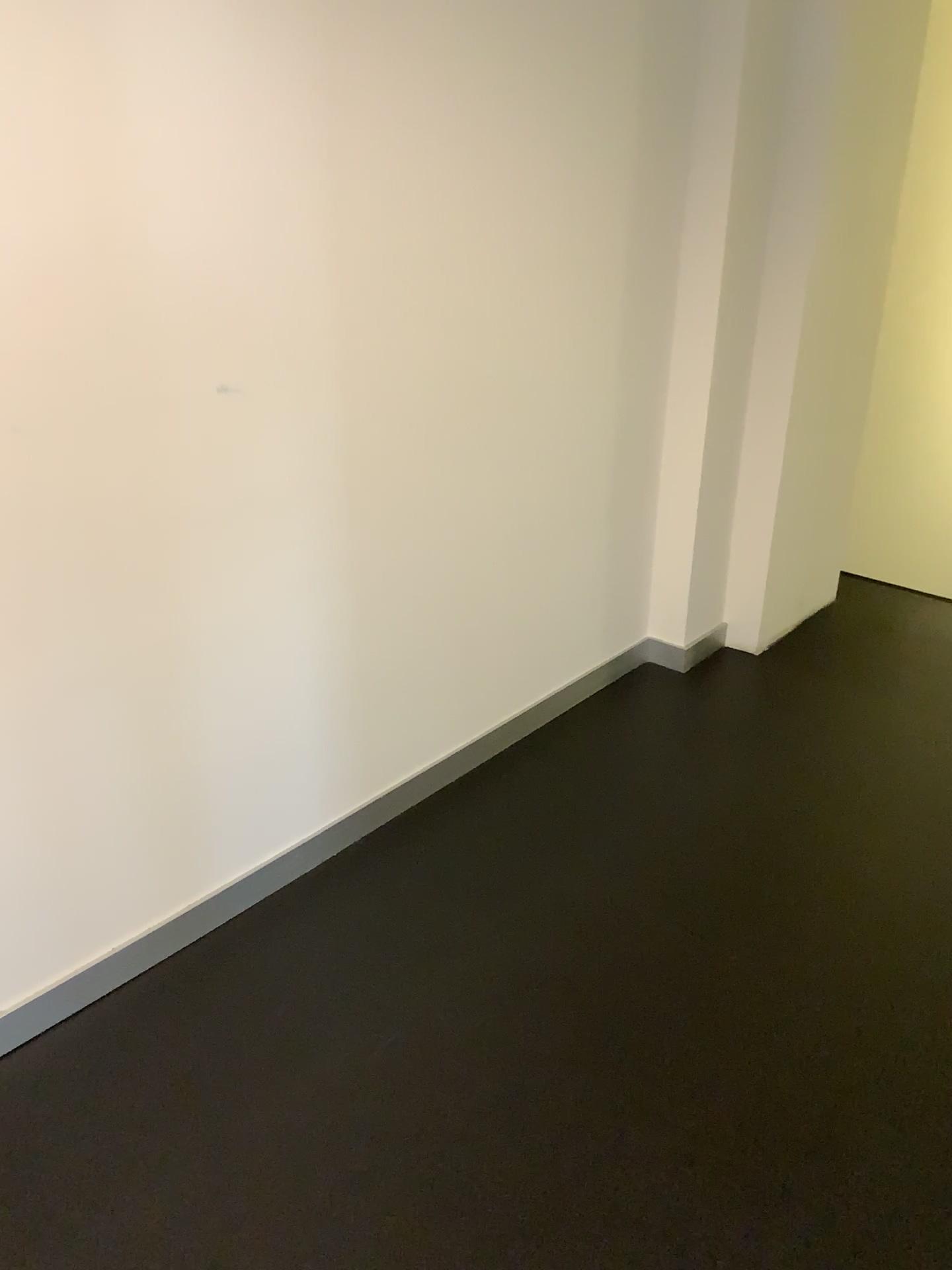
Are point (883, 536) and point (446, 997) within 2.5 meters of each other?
no
